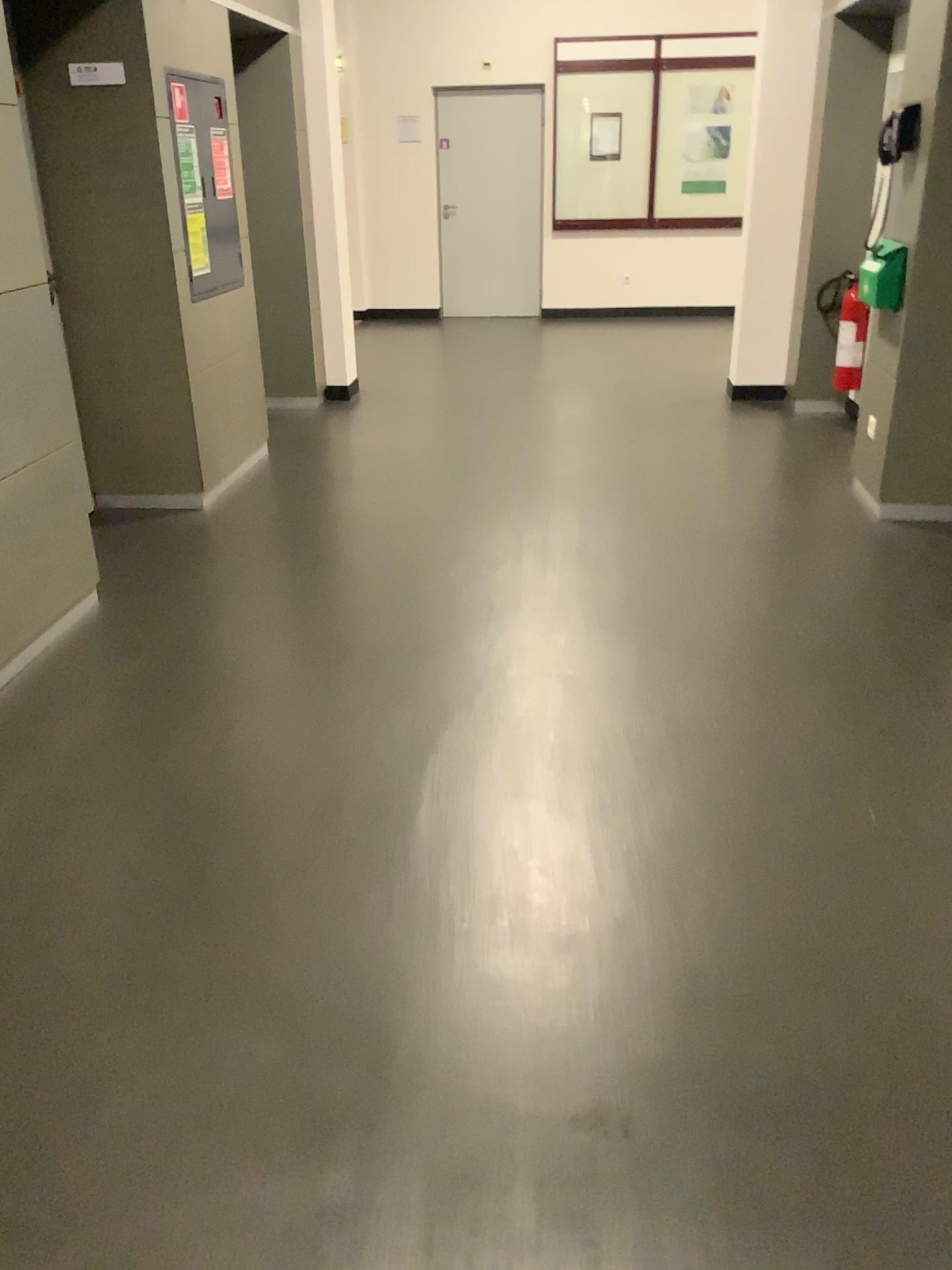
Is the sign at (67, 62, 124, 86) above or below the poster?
above

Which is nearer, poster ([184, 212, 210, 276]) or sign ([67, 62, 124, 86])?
sign ([67, 62, 124, 86])

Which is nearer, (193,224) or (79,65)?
(79,65)

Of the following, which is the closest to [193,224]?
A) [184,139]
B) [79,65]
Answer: [184,139]

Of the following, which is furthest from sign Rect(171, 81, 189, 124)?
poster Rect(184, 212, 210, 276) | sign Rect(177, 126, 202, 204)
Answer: poster Rect(184, 212, 210, 276)

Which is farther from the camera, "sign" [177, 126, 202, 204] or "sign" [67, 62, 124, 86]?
"sign" [177, 126, 202, 204]

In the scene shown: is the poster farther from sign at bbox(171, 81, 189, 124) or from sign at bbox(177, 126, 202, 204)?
sign at bbox(171, 81, 189, 124)

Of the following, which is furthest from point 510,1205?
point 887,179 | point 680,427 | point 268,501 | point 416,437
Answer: point 680,427

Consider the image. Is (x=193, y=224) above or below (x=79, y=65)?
below
